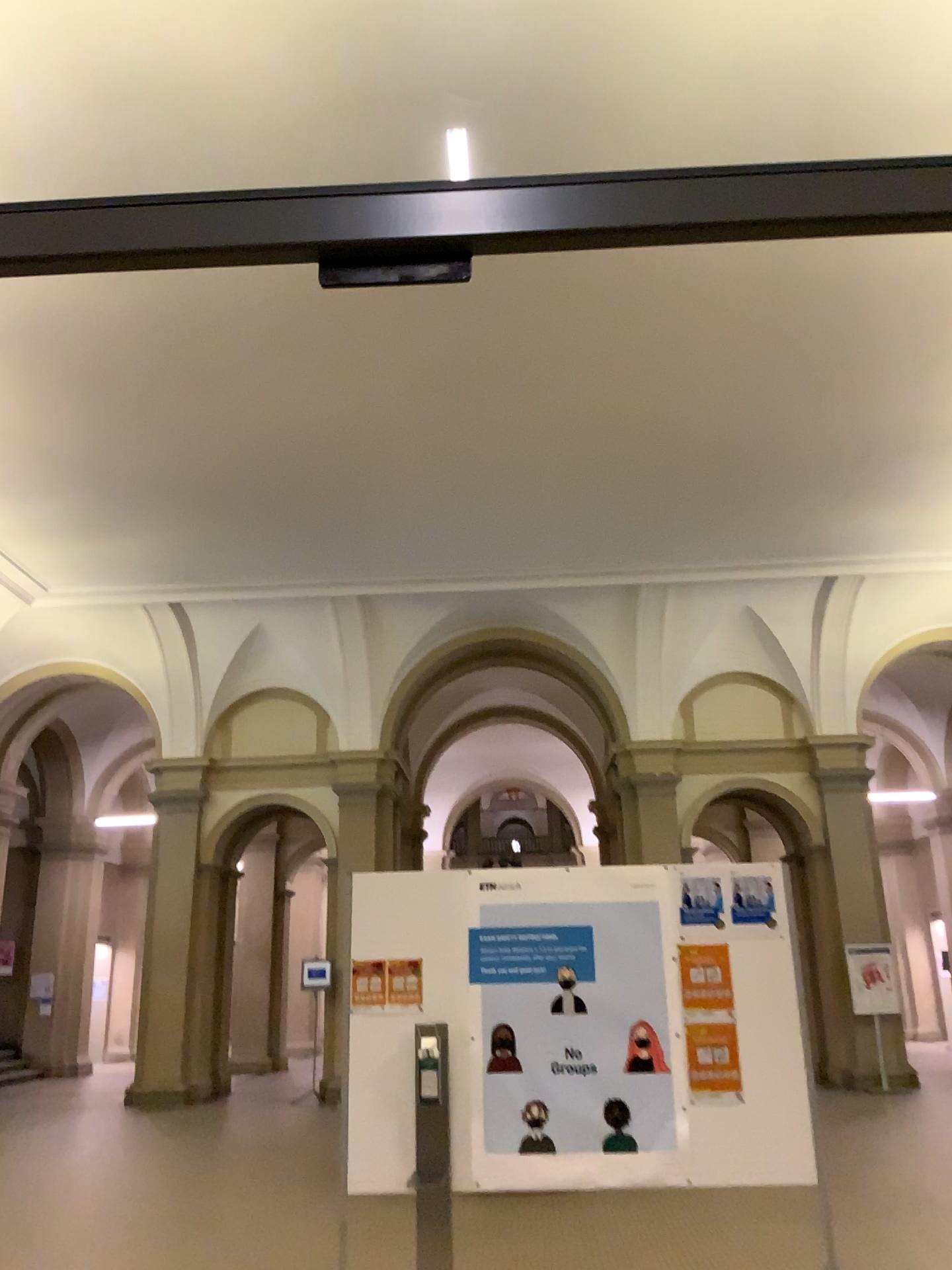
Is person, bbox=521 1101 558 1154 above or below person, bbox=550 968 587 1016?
below

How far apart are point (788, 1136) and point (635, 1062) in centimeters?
63cm

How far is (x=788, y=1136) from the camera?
4.0 meters

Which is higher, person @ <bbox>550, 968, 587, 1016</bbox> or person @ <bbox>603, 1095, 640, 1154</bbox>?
person @ <bbox>550, 968, 587, 1016</bbox>

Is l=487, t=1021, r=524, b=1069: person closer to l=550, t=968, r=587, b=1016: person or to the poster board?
the poster board

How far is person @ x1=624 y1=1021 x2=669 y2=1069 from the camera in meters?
4.1

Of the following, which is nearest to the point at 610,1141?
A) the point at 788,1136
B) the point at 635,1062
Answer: the point at 635,1062

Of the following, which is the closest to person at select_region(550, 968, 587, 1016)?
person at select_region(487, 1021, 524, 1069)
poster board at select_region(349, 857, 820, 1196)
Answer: poster board at select_region(349, 857, 820, 1196)

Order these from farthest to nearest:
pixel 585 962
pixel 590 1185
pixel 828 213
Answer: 1. pixel 585 962
2. pixel 590 1185
3. pixel 828 213
